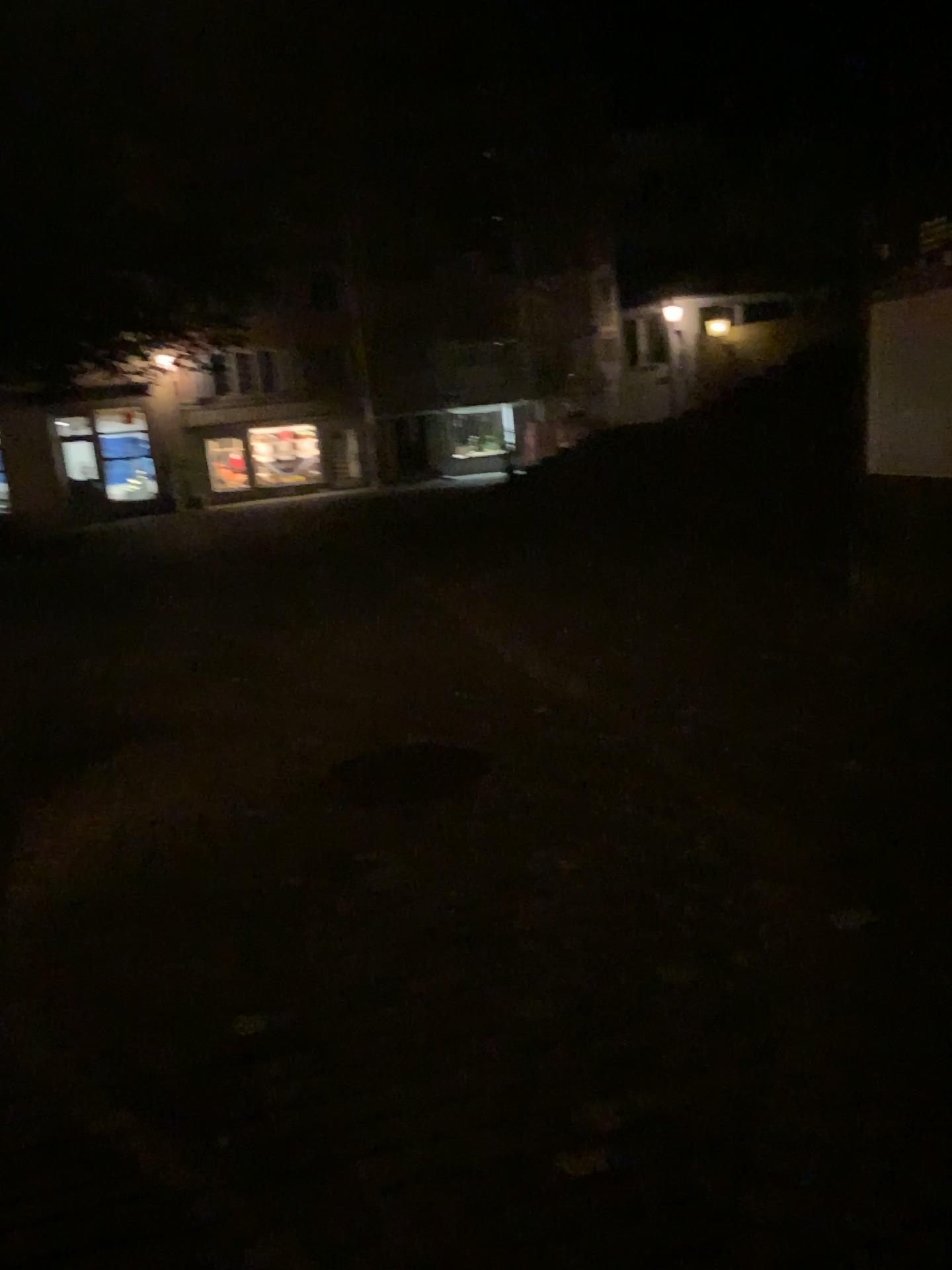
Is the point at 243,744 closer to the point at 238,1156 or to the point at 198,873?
the point at 198,873
